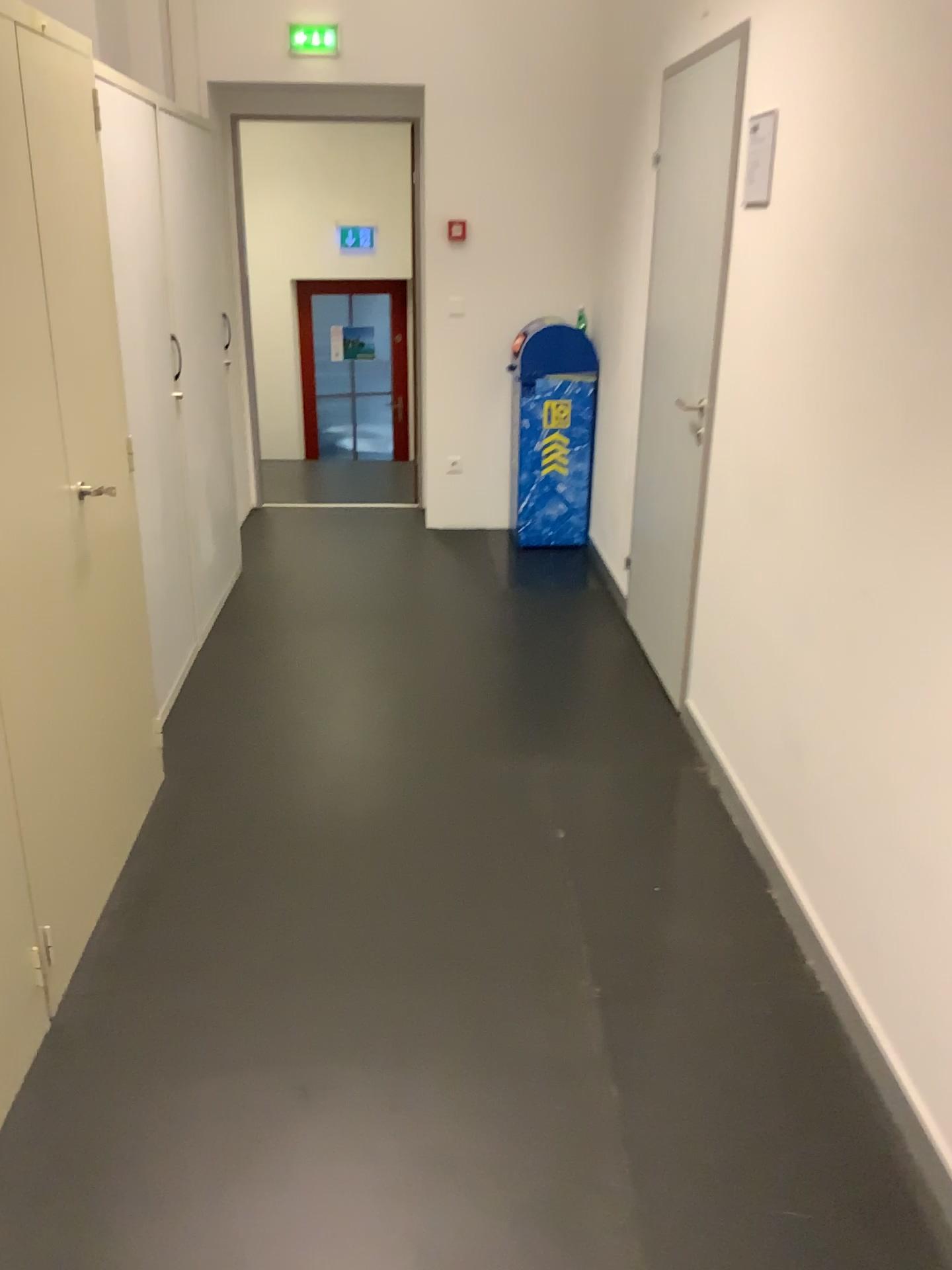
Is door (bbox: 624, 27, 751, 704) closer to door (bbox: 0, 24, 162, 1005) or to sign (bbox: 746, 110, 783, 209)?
sign (bbox: 746, 110, 783, 209)

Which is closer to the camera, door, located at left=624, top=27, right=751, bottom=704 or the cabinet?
the cabinet

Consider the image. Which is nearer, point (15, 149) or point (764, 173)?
point (15, 149)

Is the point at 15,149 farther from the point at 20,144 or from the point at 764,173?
the point at 764,173

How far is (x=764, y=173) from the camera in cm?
272

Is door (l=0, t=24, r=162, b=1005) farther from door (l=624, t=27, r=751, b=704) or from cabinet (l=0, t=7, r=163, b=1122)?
door (l=624, t=27, r=751, b=704)

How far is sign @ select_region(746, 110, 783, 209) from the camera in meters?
2.7 m

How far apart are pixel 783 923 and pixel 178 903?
1.41m

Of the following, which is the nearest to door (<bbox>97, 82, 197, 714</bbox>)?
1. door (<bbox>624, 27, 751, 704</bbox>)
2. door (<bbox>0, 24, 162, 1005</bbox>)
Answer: door (<bbox>0, 24, 162, 1005</bbox>)

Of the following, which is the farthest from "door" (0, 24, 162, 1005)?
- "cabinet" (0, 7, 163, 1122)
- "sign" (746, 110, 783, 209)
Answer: "sign" (746, 110, 783, 209)
